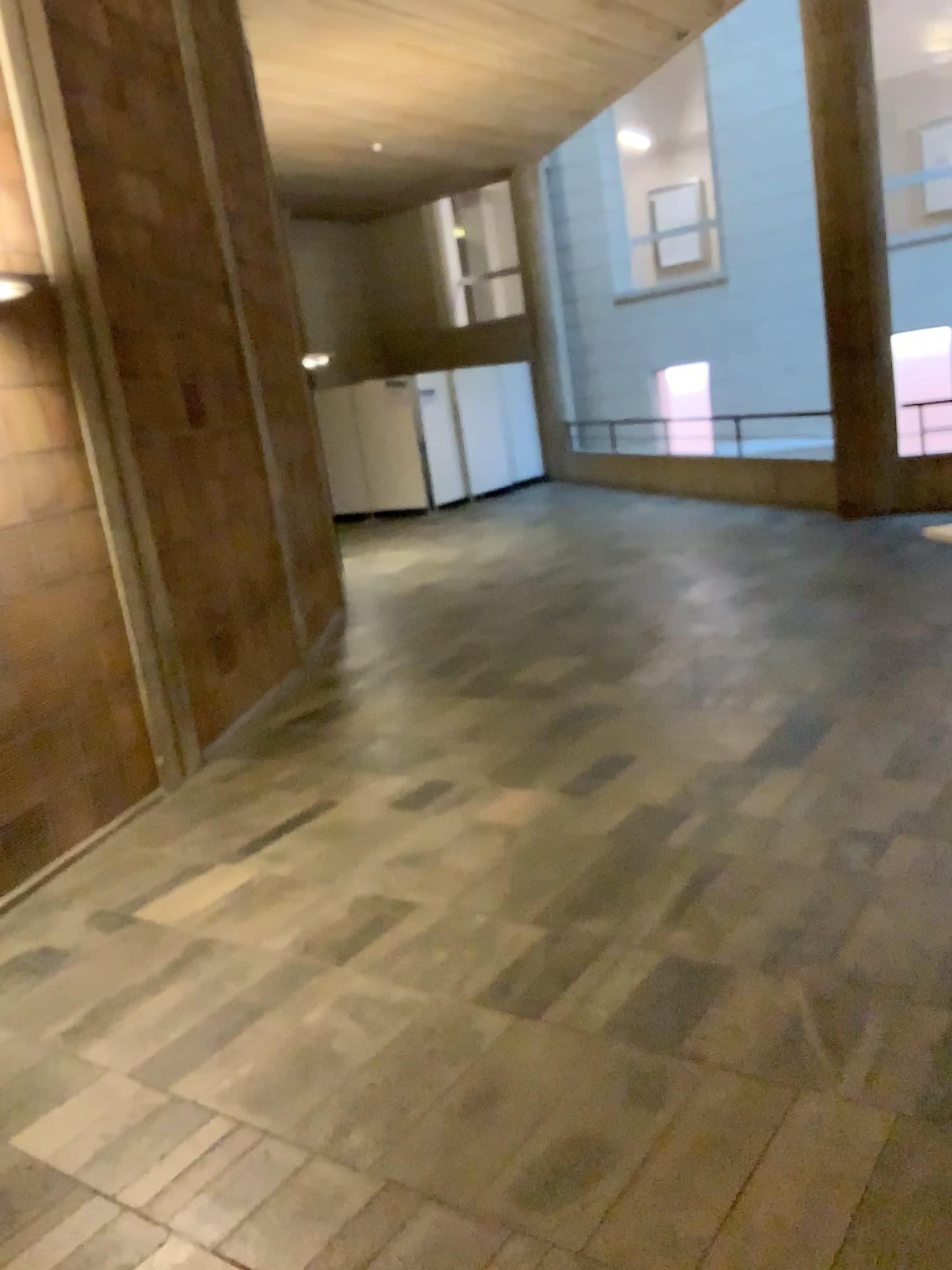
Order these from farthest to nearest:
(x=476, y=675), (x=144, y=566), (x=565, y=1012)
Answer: (x=476, y=675) < (x=144, y=566) < (x=565, y=1012)
